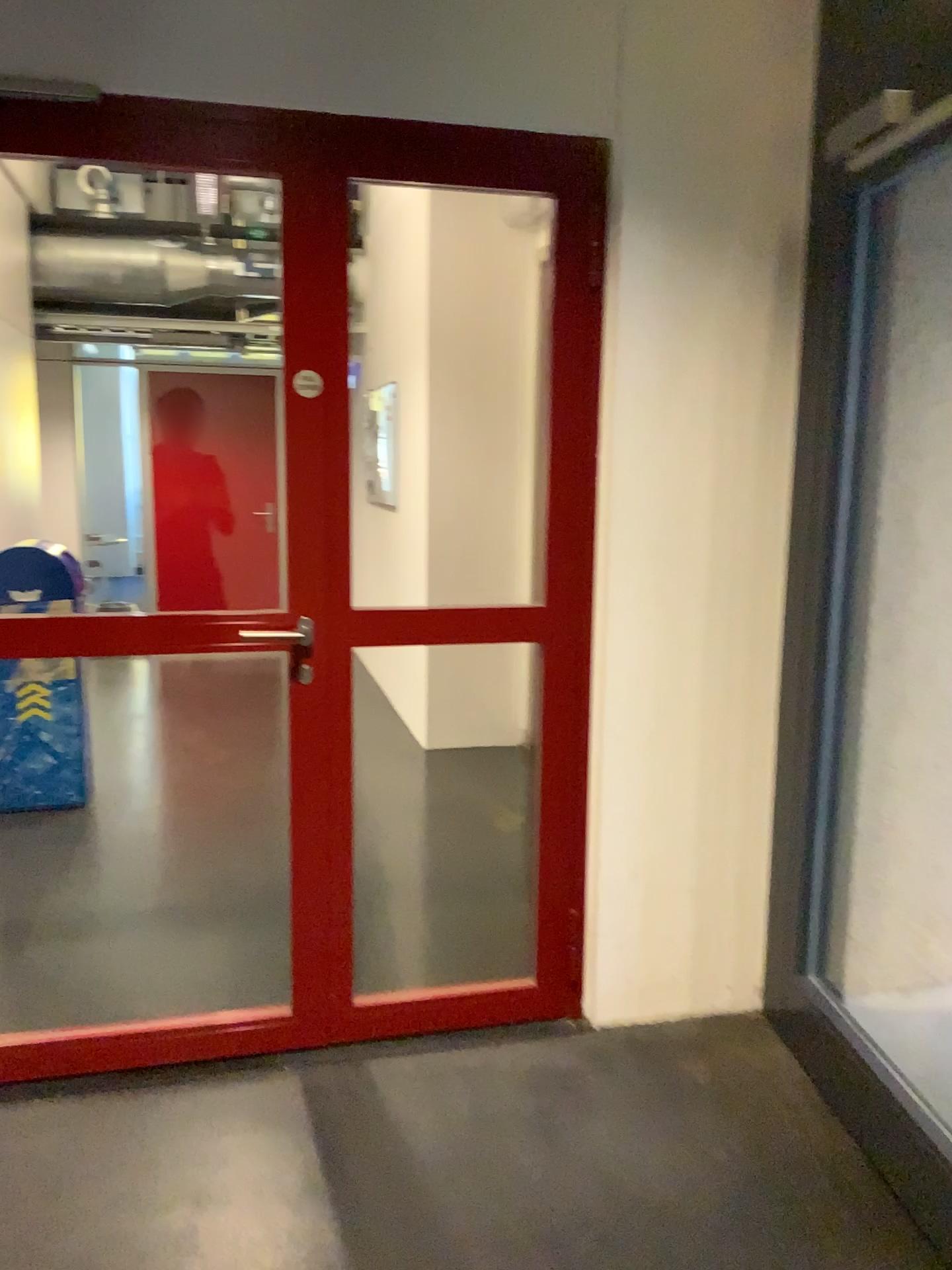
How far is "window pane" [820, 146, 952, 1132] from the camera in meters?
2.6

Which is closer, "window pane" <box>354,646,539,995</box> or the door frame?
the door frame

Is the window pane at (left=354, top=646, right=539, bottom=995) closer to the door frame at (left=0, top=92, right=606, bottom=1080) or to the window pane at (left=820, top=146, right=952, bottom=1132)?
the door frame at (left=0, top=92, right=606, bottom=1080)

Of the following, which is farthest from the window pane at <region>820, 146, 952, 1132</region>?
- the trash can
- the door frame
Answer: the trash can

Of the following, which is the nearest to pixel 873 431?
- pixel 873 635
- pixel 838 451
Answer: pixel 838 451

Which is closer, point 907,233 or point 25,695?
point 907,233

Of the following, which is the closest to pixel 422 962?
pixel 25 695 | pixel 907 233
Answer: pixel 25 695

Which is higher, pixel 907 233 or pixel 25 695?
pixel 907 233

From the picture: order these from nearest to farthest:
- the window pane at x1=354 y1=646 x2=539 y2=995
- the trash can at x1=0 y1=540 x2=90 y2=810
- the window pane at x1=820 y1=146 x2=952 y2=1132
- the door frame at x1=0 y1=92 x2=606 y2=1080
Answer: the door frame at x1=0 y1=92 x2=606 y2=1080 → the window pane at x1=820 y1=146 x2=952 y2=1132 → the window pane at x1=354 y1=646 x2=539 y2=995 → the trash can at x1=0 y1=540 x2=90 y2=810

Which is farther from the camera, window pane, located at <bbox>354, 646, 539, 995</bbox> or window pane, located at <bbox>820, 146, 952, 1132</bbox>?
window pane, located at <bbox>354, 646, 539, 995</bbox>
